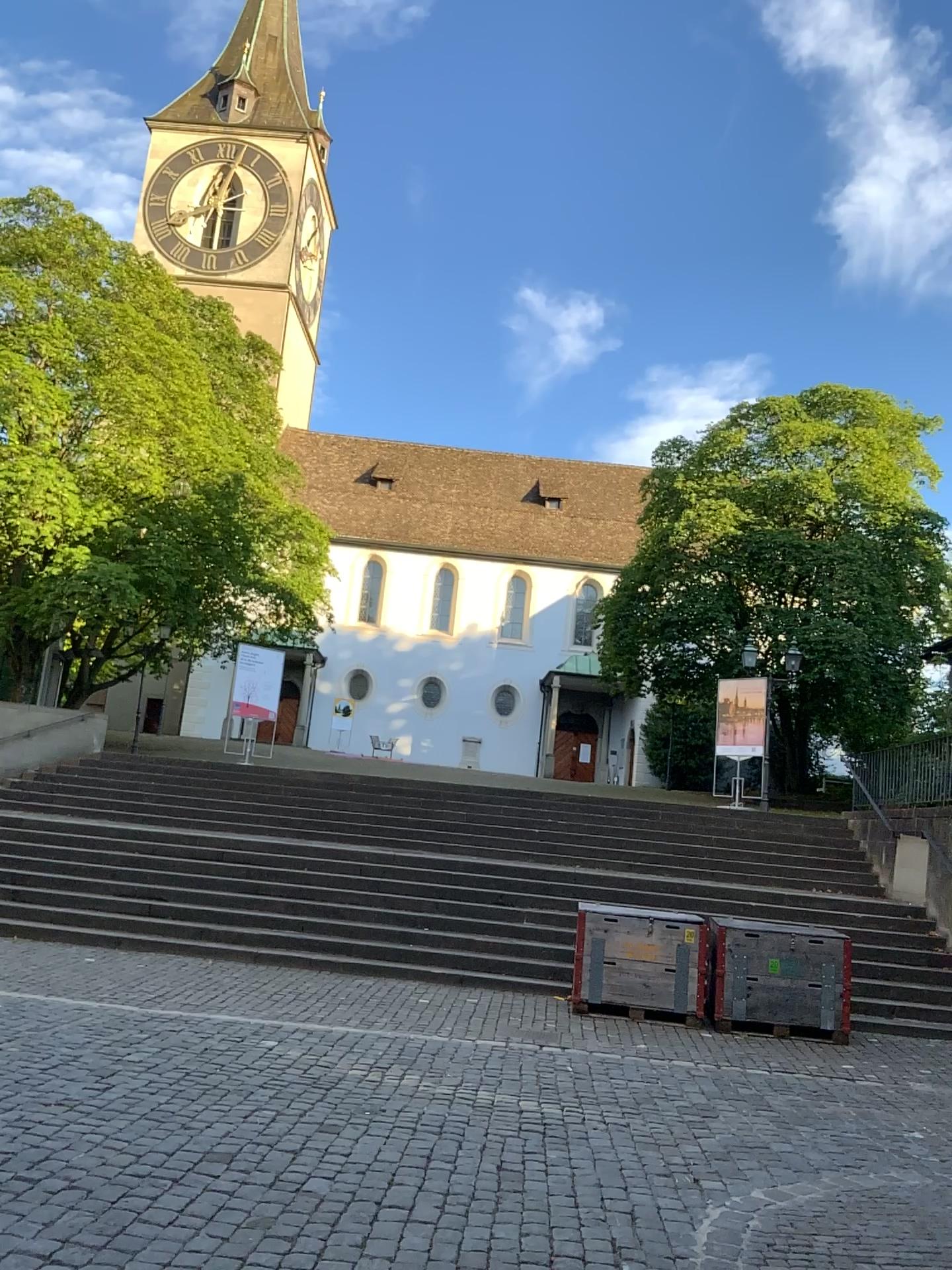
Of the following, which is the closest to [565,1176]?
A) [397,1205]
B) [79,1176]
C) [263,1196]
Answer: [397,1205]
